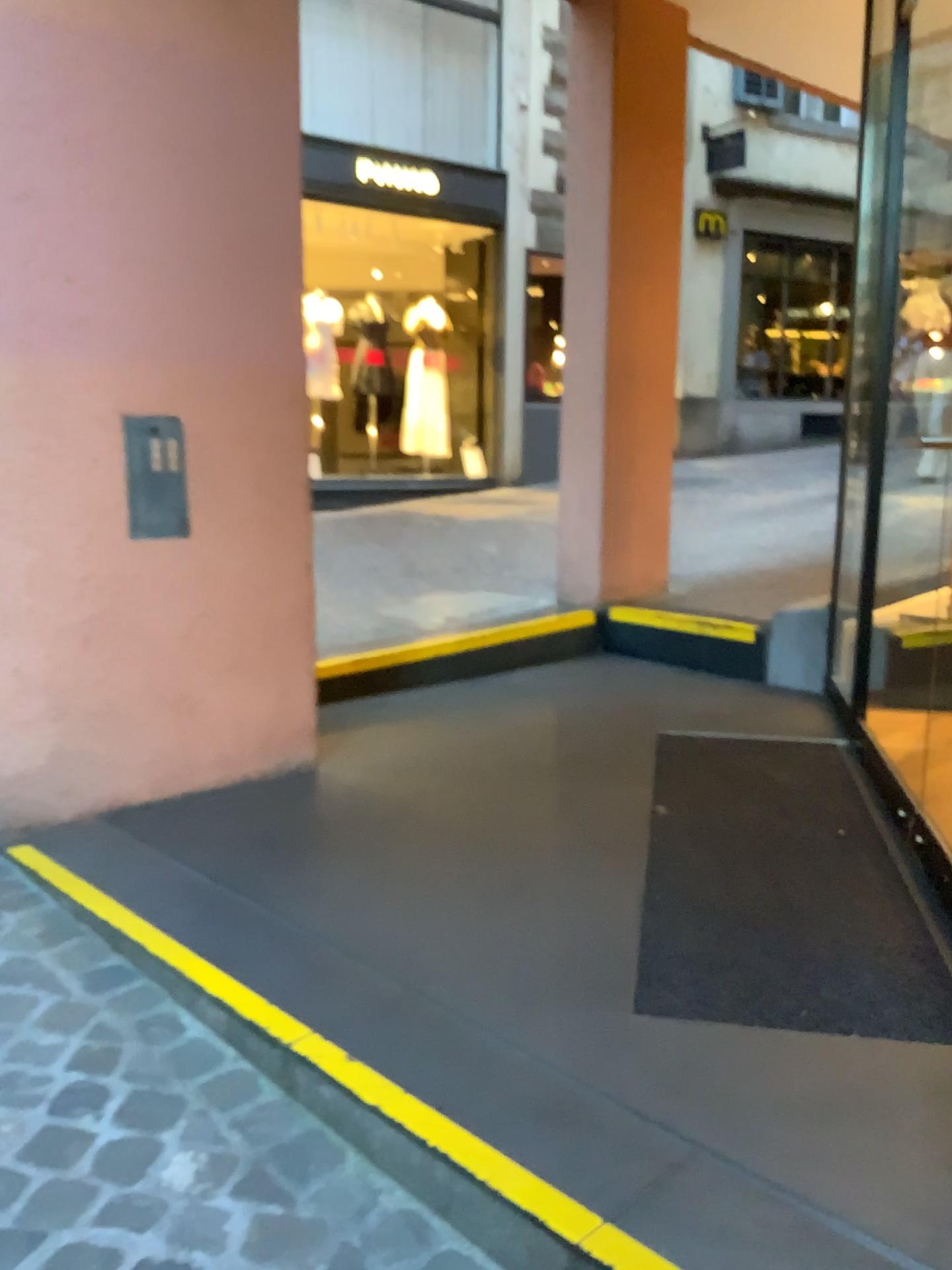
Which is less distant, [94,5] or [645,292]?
[94,5]

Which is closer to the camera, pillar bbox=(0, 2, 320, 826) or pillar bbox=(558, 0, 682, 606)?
pillar bbox=(0, 2, 320, 826)

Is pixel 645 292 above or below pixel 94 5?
below

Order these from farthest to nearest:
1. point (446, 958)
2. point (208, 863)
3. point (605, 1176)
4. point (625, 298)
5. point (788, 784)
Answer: point (625, 298) → point (788, 784) → point (208, 863) → point (446, 958) → point (605, 1176)
